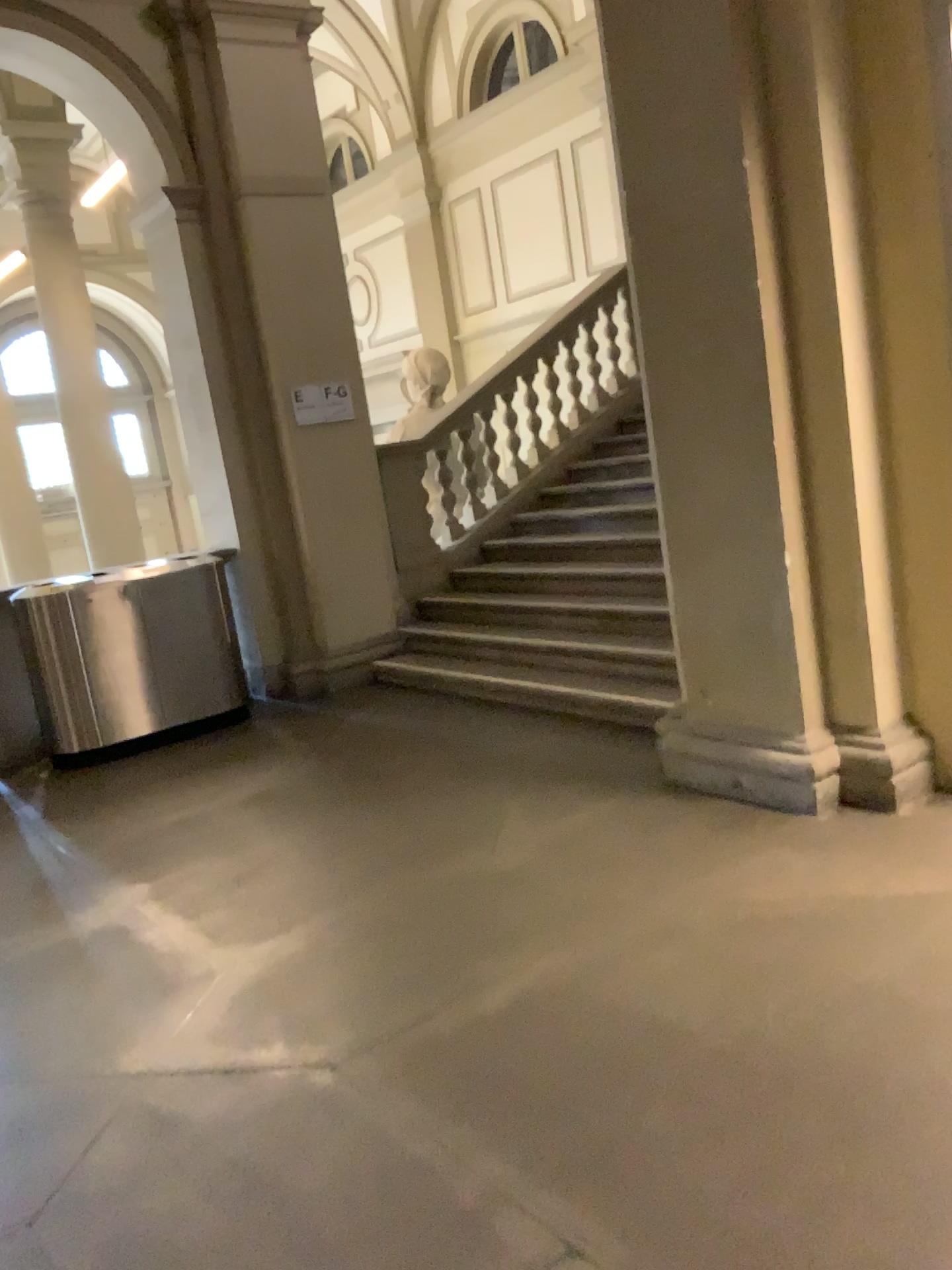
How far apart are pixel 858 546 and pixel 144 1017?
2.7m
